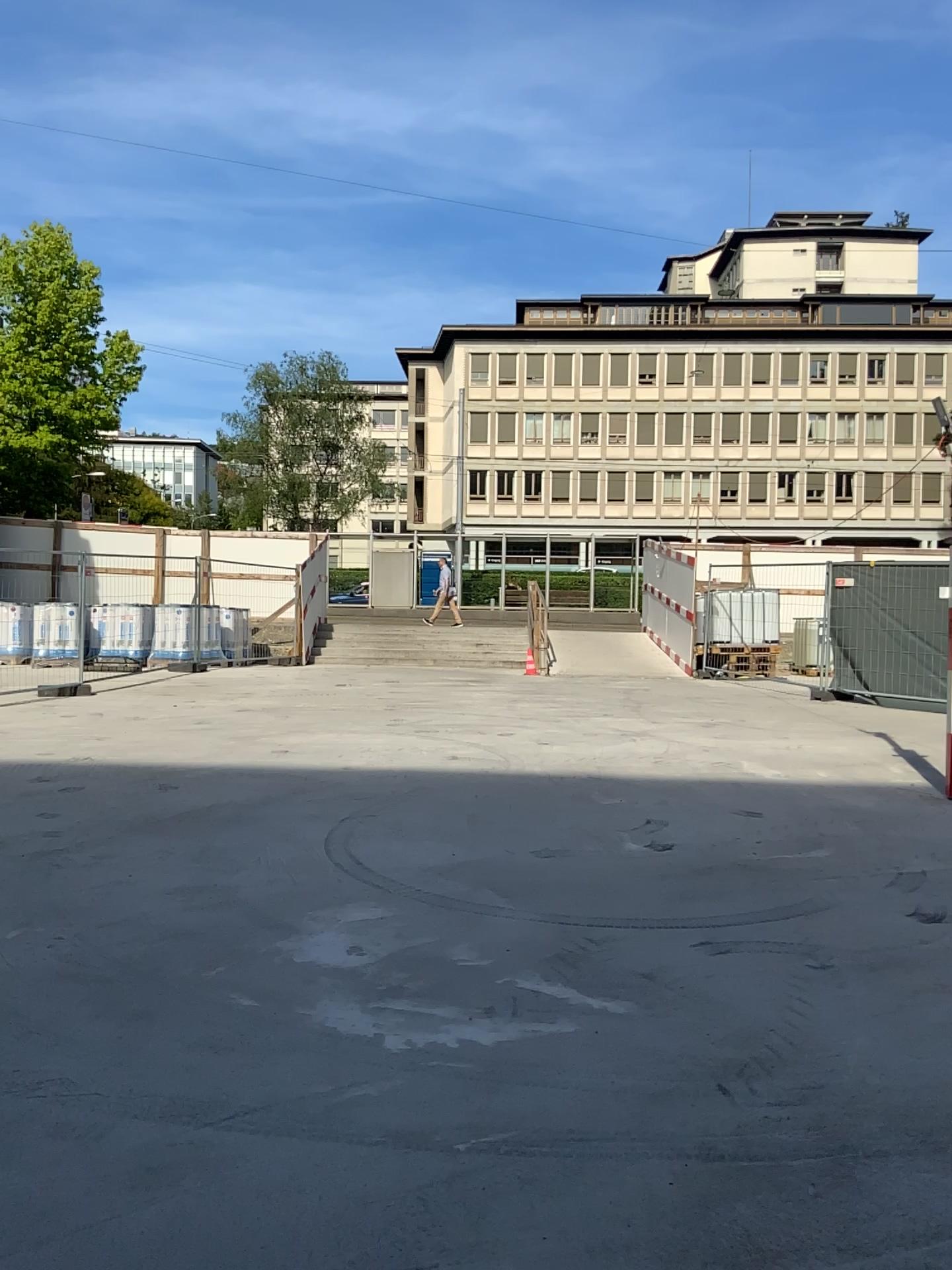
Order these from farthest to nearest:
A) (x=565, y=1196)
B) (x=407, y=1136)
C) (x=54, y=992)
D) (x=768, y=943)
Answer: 1. (x=768, y=943)
2. (x=54, y=992)
3. (x=407, y=1136)
4. (x=565, y=1196)
